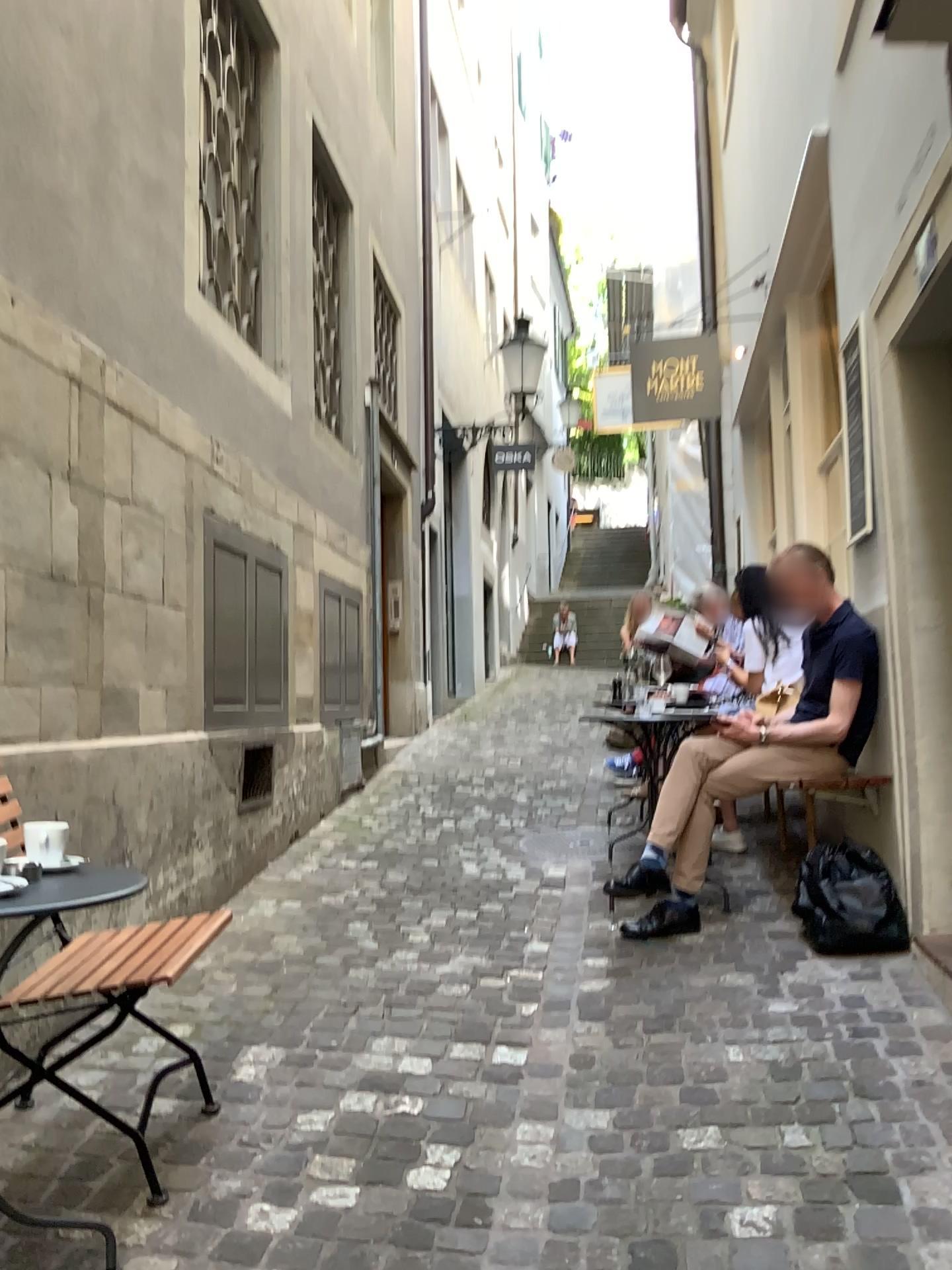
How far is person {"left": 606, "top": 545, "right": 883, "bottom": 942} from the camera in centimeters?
370cm

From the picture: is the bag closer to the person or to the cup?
the person

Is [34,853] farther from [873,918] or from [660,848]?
[873,918]

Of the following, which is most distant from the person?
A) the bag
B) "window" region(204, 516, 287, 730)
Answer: "window" region(204, 516, 287, 730)

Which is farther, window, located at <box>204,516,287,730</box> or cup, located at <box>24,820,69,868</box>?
window, located at <box>204,516,287,730</box>

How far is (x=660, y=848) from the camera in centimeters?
369cm

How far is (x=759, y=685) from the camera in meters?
4.8 m

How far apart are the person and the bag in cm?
28

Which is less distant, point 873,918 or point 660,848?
point 873,918

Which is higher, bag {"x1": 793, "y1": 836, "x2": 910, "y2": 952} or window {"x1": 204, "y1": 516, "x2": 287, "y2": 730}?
window {"x1": 204, "y1": 516, "x2": 287, "y2": 730}
